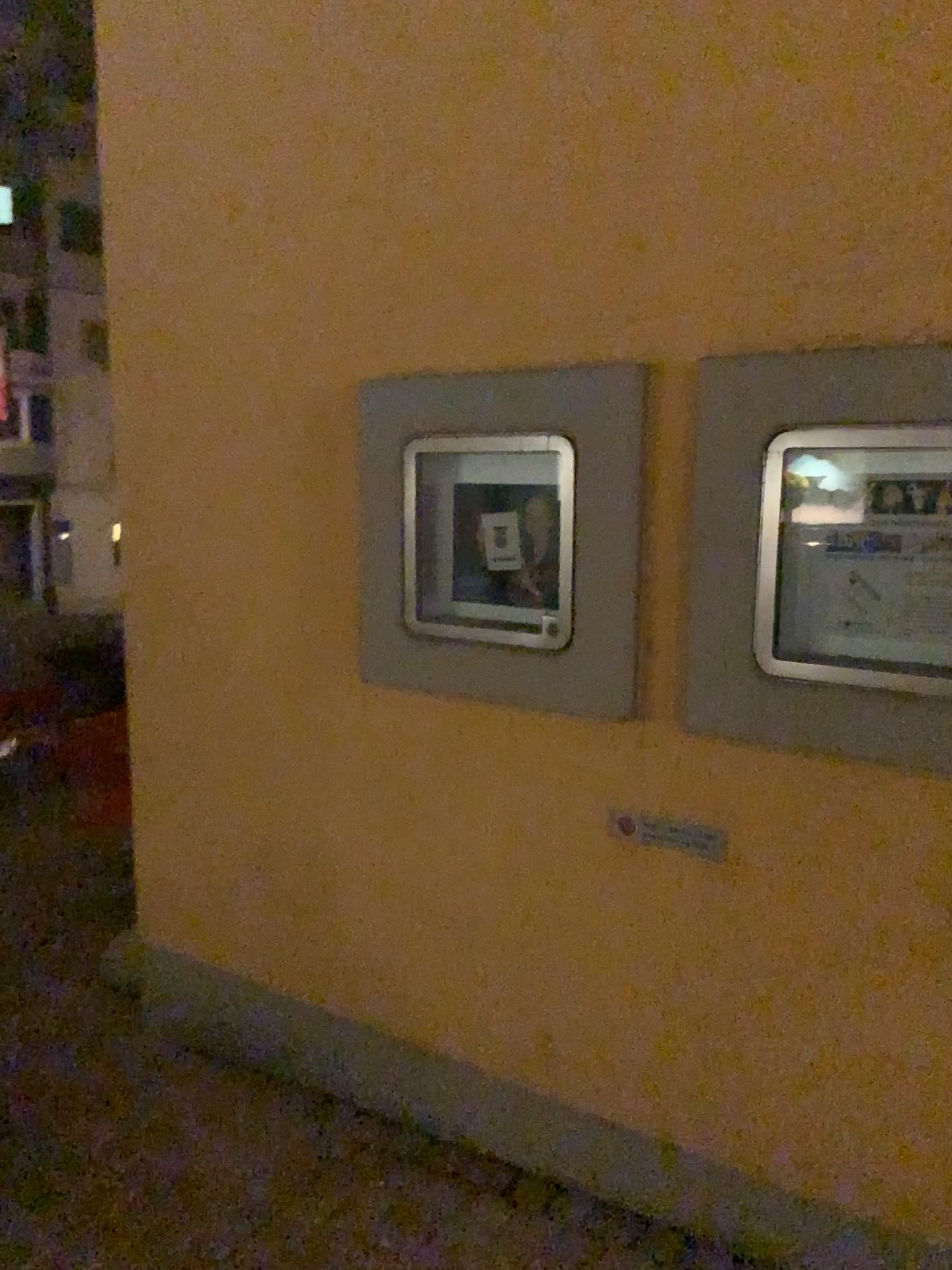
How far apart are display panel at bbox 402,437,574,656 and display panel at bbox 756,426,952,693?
0.40m

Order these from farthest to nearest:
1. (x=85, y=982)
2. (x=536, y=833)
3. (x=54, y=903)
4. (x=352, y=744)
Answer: (x=54, y=903)
(x=85, y=982)
(x=352, y=744)
(x=536, y=833)

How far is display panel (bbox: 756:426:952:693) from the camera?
1.8m

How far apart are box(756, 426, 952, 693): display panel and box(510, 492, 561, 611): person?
0.5m

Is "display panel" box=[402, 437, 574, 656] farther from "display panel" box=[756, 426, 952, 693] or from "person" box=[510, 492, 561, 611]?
"display panel" box=[756, 426, 952, 693]

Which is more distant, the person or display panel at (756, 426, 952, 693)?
the person

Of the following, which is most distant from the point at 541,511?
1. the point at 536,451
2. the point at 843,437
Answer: the point at 843,437

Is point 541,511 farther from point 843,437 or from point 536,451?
point 843,437

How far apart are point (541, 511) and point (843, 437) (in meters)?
0.67

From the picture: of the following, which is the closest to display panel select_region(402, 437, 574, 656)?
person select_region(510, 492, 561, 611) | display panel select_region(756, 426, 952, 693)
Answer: person select_region(510, 492, 561, 611)
